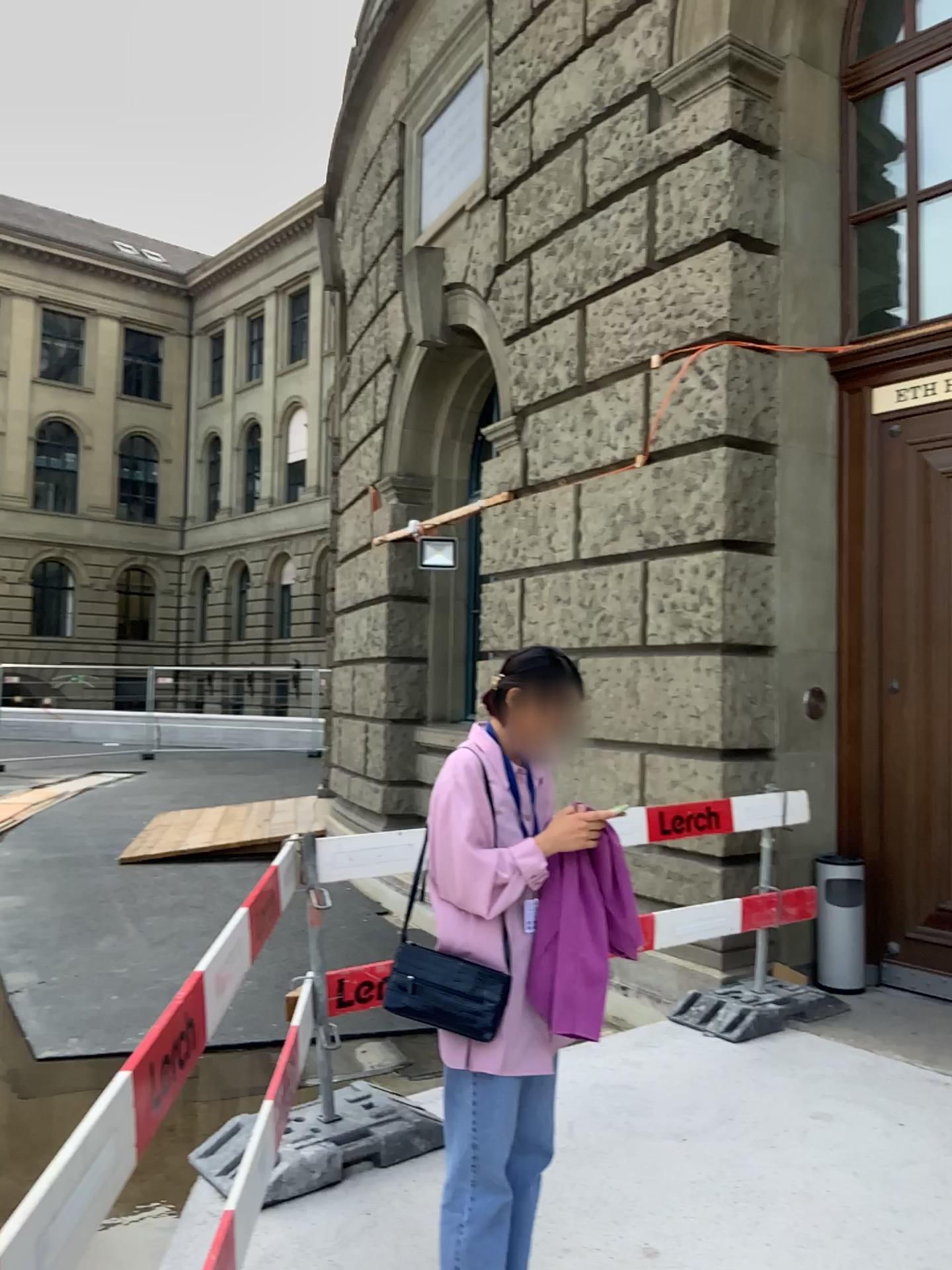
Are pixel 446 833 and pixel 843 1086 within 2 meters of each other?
no

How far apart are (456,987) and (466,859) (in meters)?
0.27

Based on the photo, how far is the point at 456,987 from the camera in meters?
2.3

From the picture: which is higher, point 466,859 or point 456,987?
point 466,859

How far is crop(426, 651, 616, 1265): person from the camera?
2.3 meters

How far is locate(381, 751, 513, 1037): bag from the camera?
2.28m
